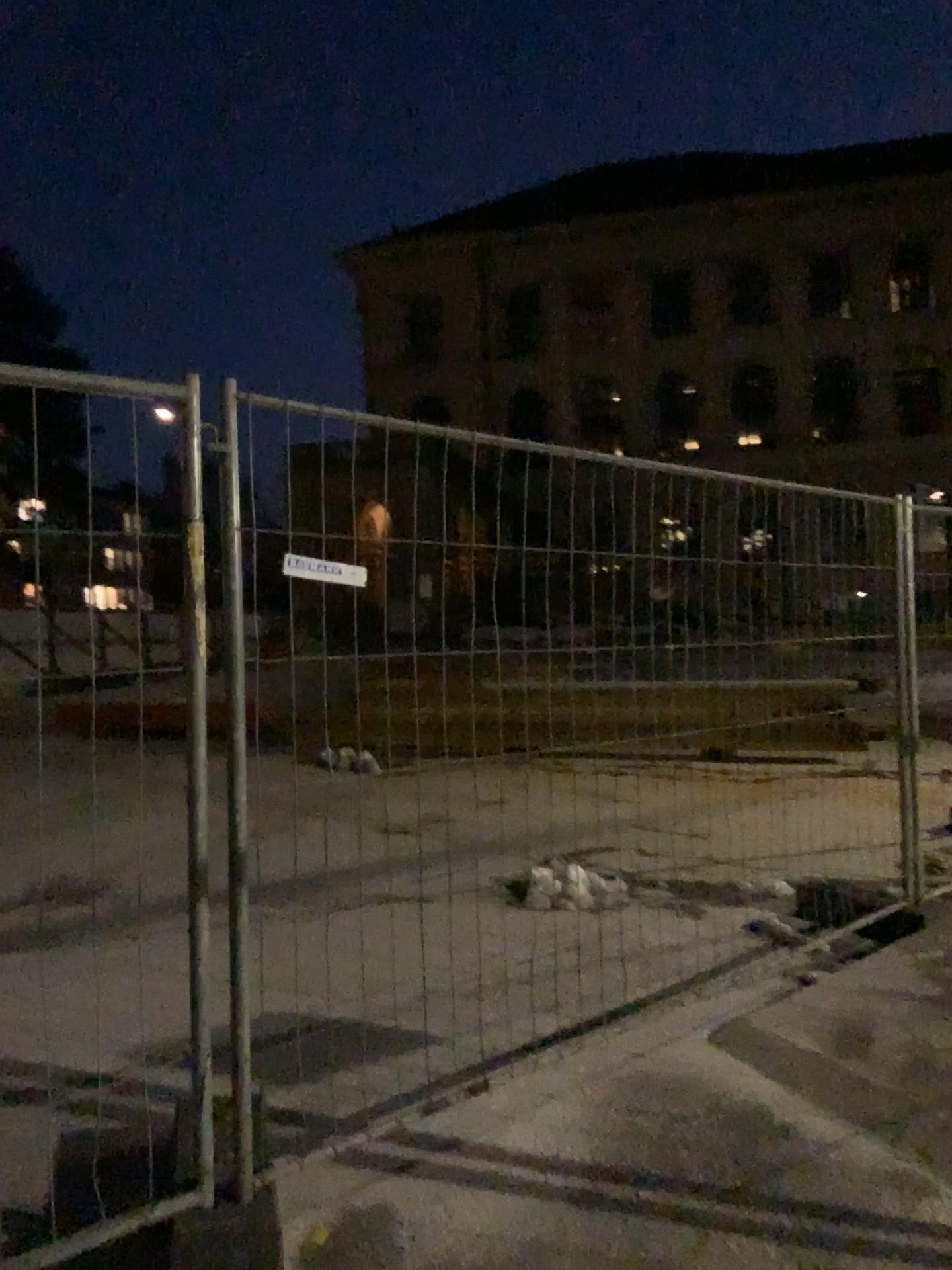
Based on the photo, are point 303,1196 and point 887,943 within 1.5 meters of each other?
no
